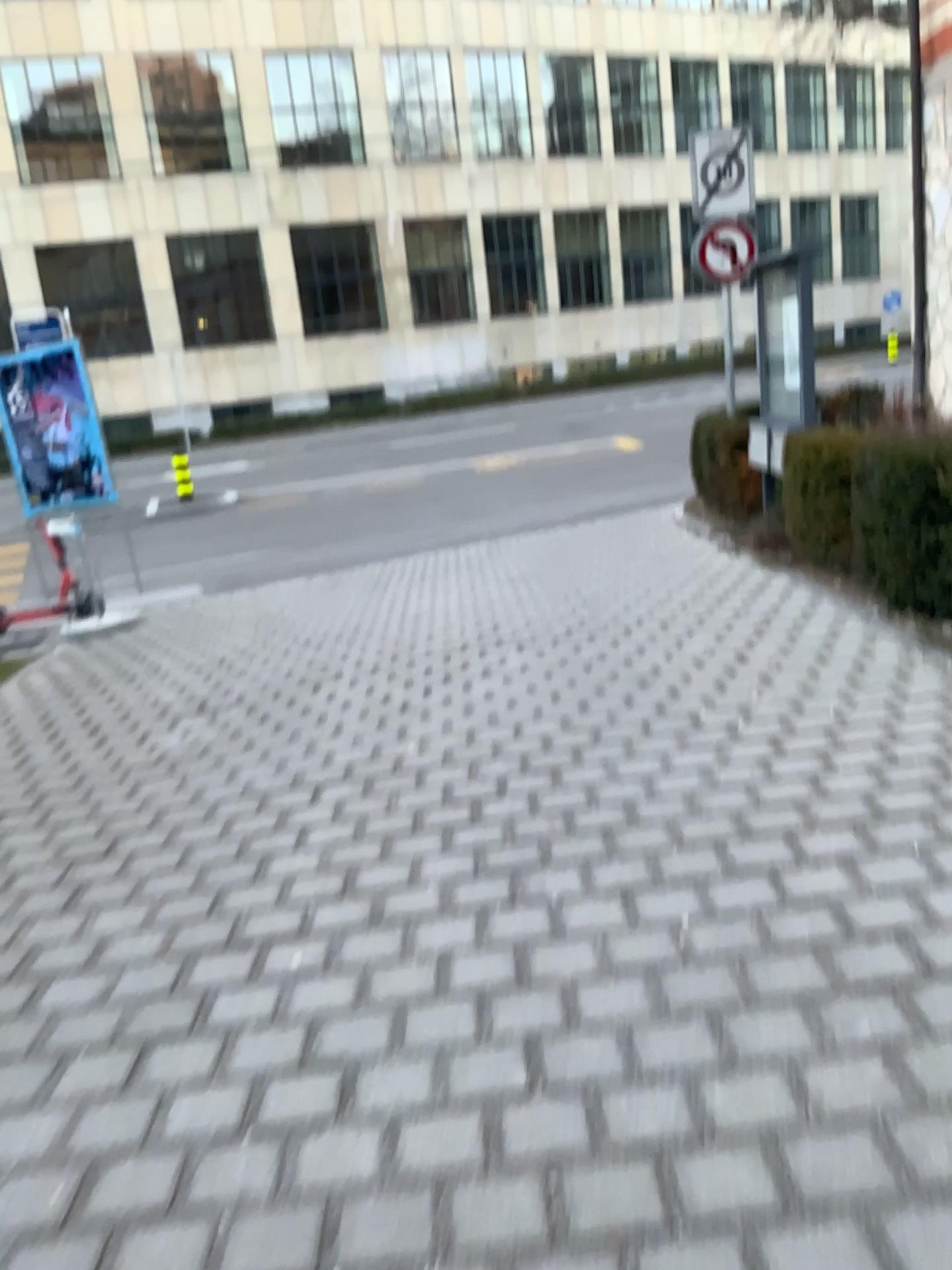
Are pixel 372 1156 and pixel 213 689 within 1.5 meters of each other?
no
